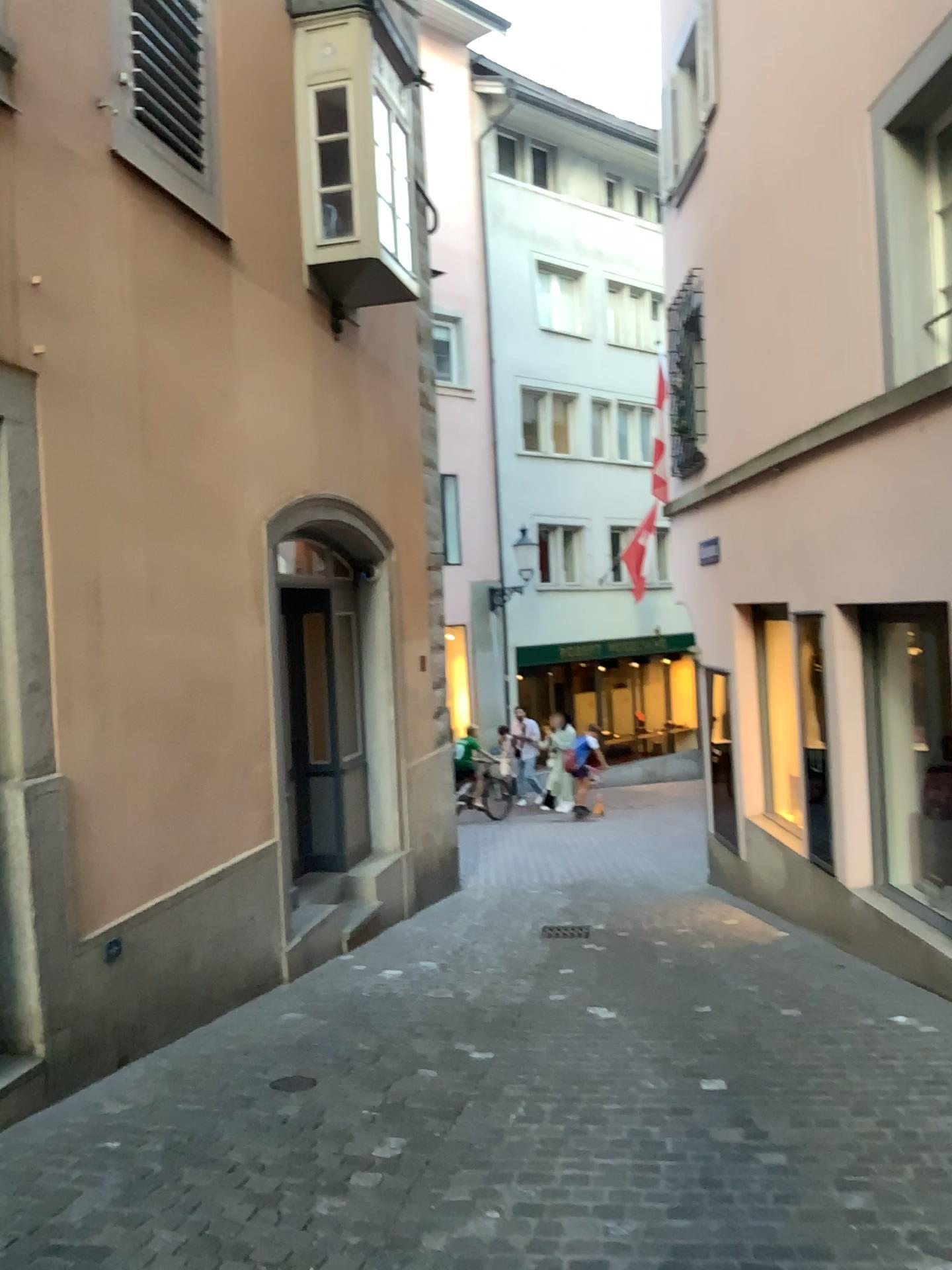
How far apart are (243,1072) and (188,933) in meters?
0.8
